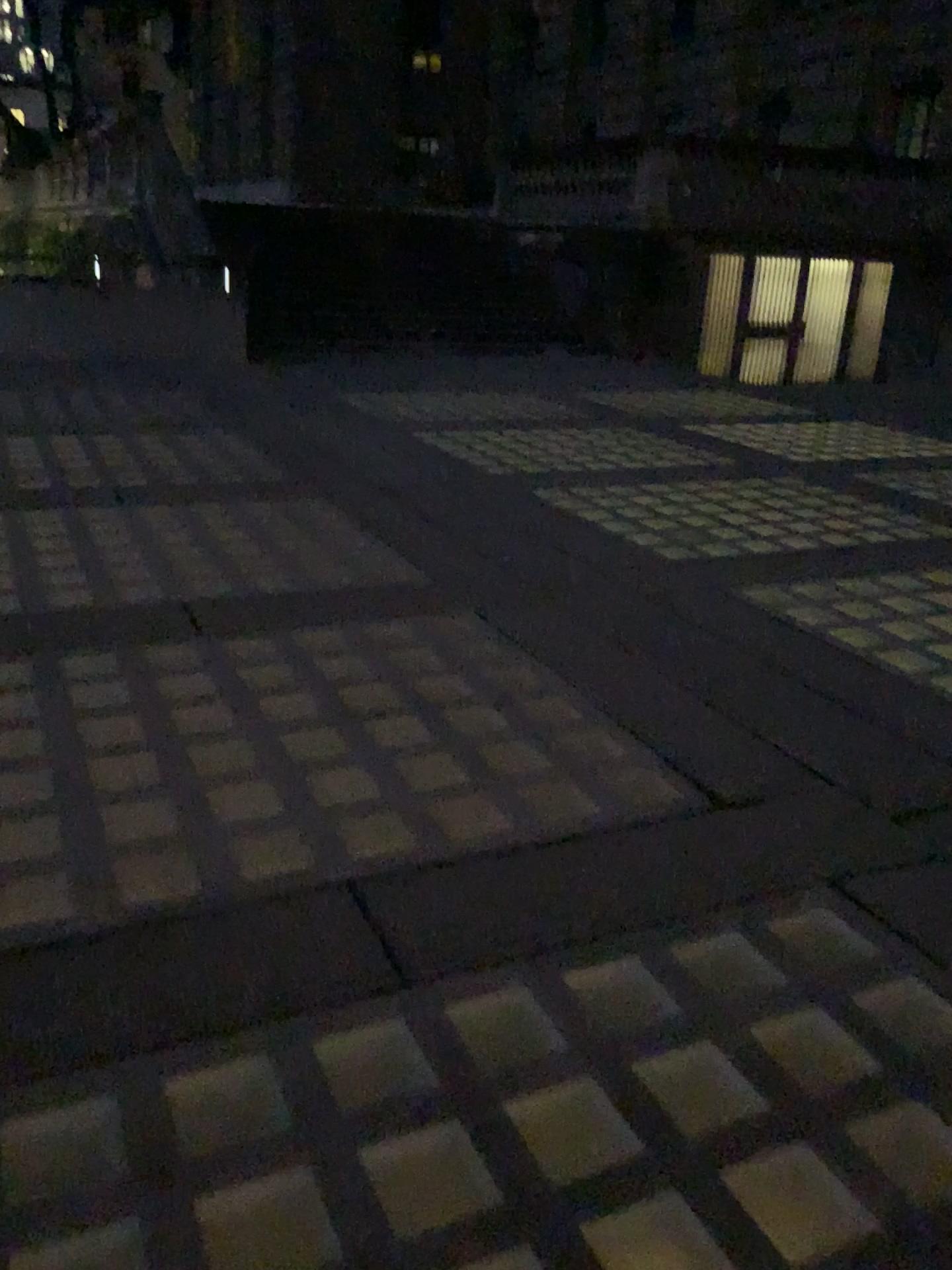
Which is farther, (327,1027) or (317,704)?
(317,704)
